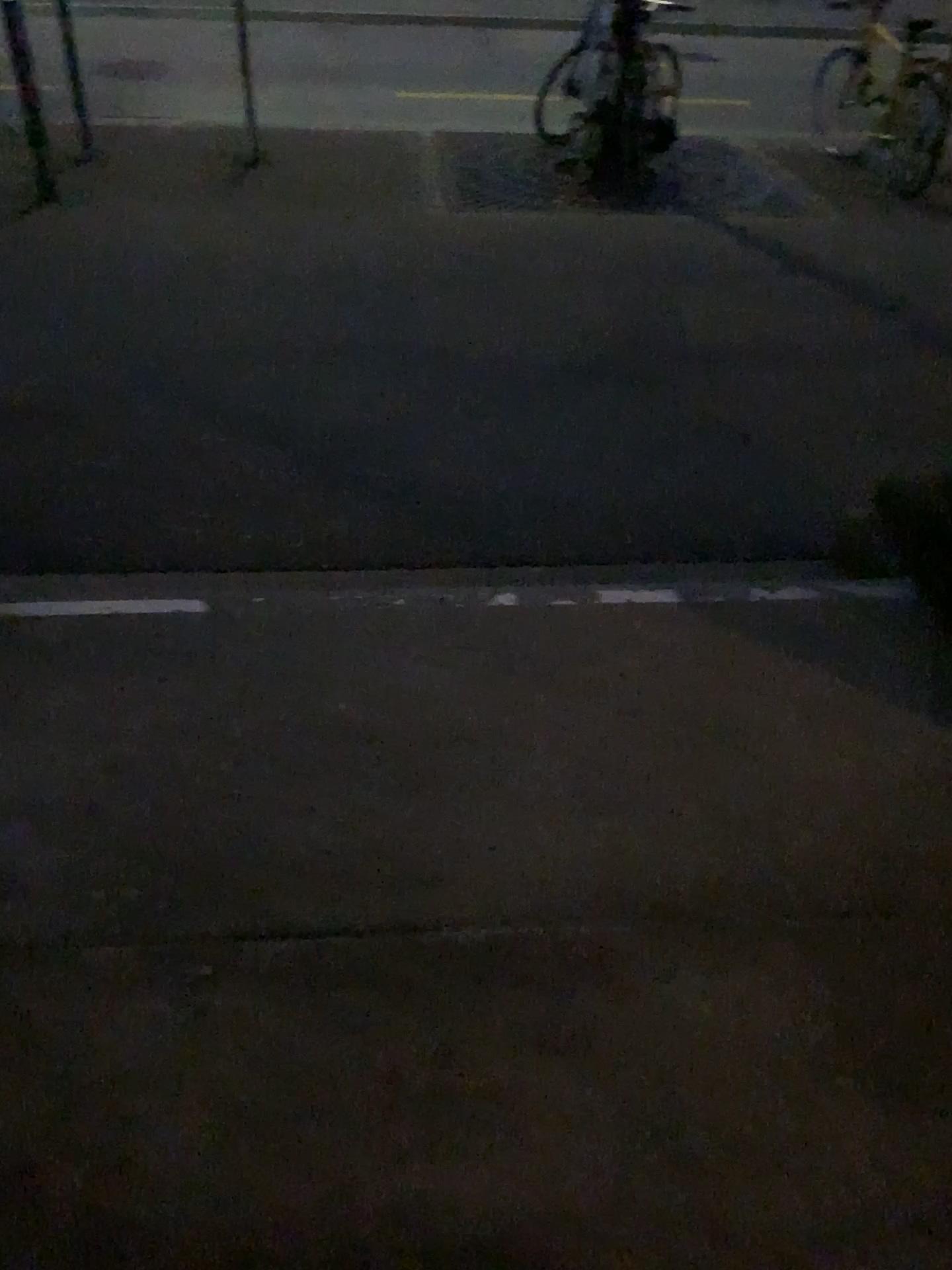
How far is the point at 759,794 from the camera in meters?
1.9 m
